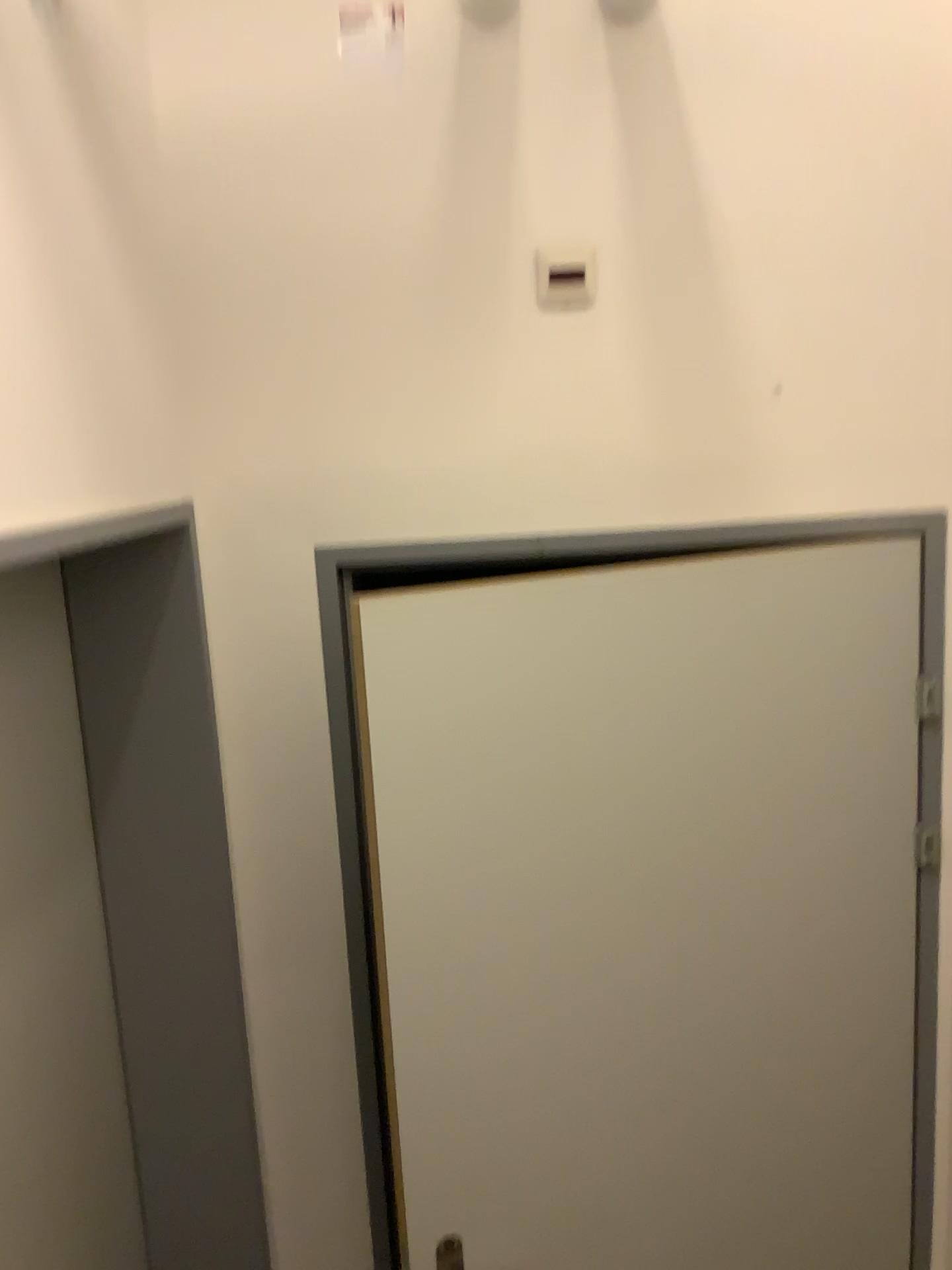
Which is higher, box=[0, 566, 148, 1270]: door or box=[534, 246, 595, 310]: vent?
box=[534, 246, 595, 310]: vent

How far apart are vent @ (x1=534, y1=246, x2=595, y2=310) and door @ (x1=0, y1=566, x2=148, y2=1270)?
0.8m

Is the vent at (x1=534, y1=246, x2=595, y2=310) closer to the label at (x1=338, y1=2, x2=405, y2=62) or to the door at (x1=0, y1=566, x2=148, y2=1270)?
the label at (x1=338, y1=2, x2=405, y2=62)

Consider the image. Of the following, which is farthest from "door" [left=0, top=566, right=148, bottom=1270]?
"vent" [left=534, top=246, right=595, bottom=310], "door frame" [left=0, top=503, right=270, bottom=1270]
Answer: "vent" [left=534, top=246, right=595, bottom=310]

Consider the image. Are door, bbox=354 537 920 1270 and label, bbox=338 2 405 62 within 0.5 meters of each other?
no

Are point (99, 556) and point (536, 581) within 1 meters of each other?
yes

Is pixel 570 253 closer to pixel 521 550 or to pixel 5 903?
pixel 521 550

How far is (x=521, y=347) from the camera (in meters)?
1.62

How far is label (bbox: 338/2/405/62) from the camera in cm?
154

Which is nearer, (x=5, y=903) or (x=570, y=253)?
(x=5, y=903)
